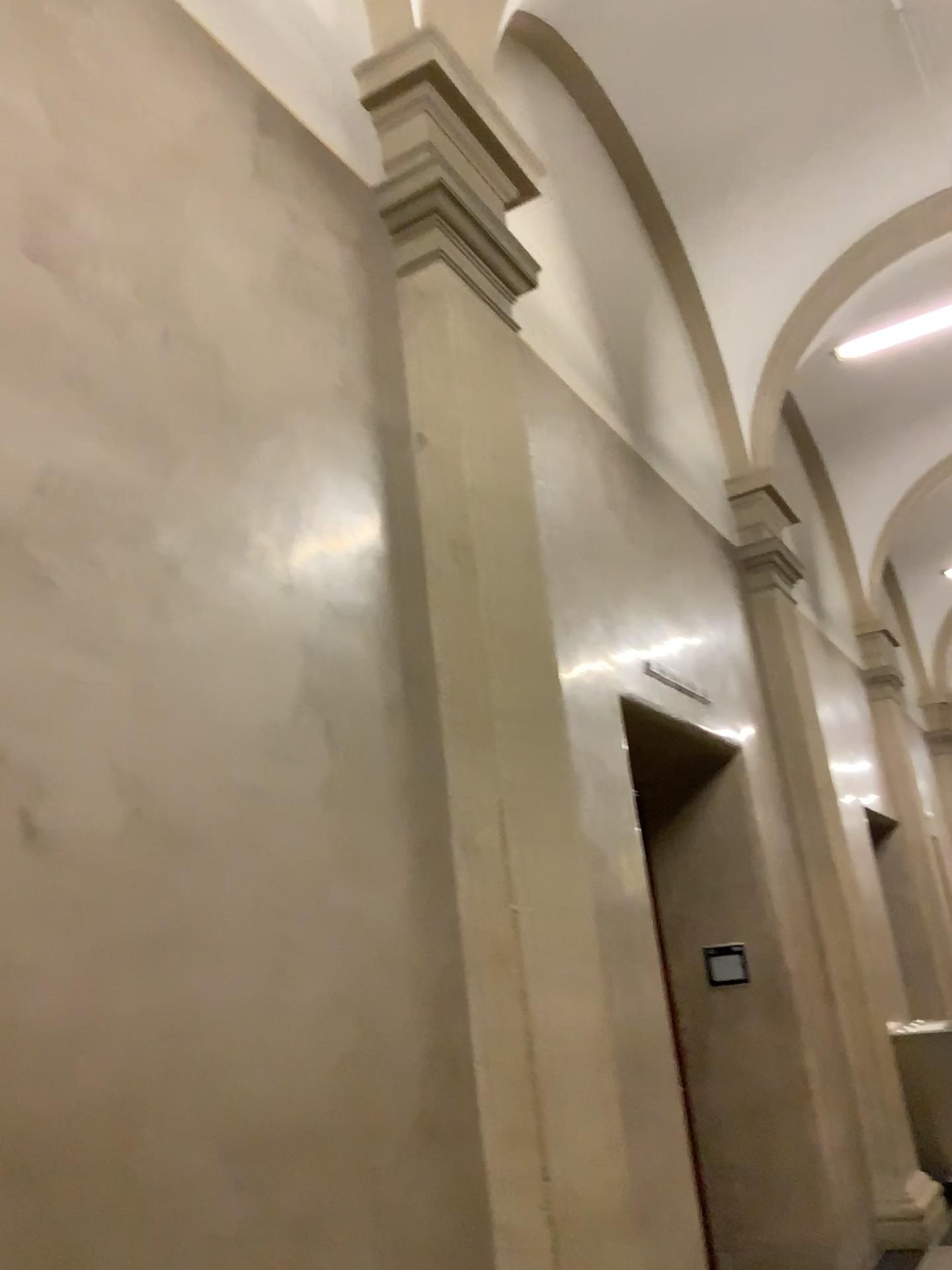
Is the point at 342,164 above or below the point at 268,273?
above
